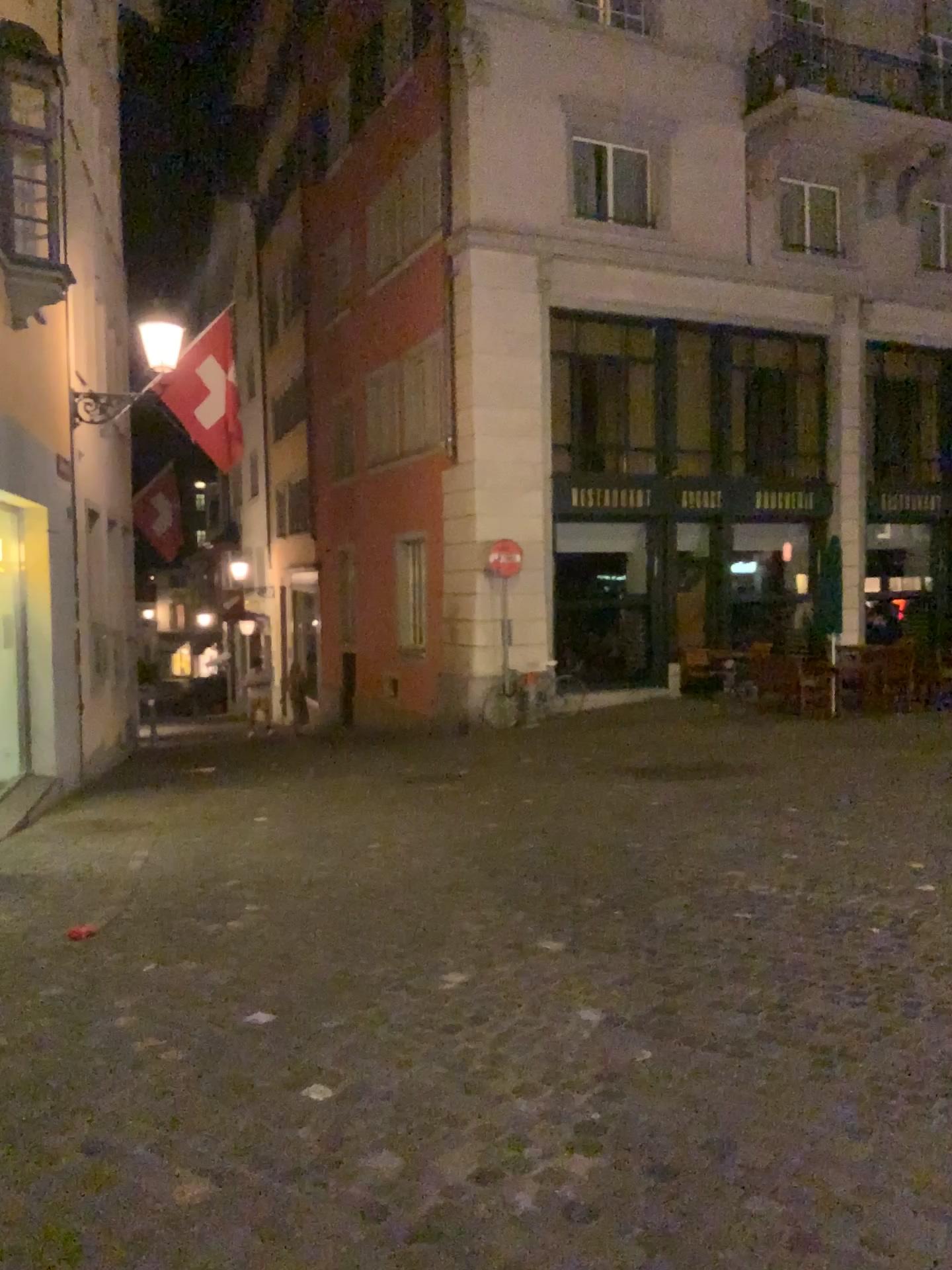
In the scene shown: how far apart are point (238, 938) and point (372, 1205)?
2.3 meters
